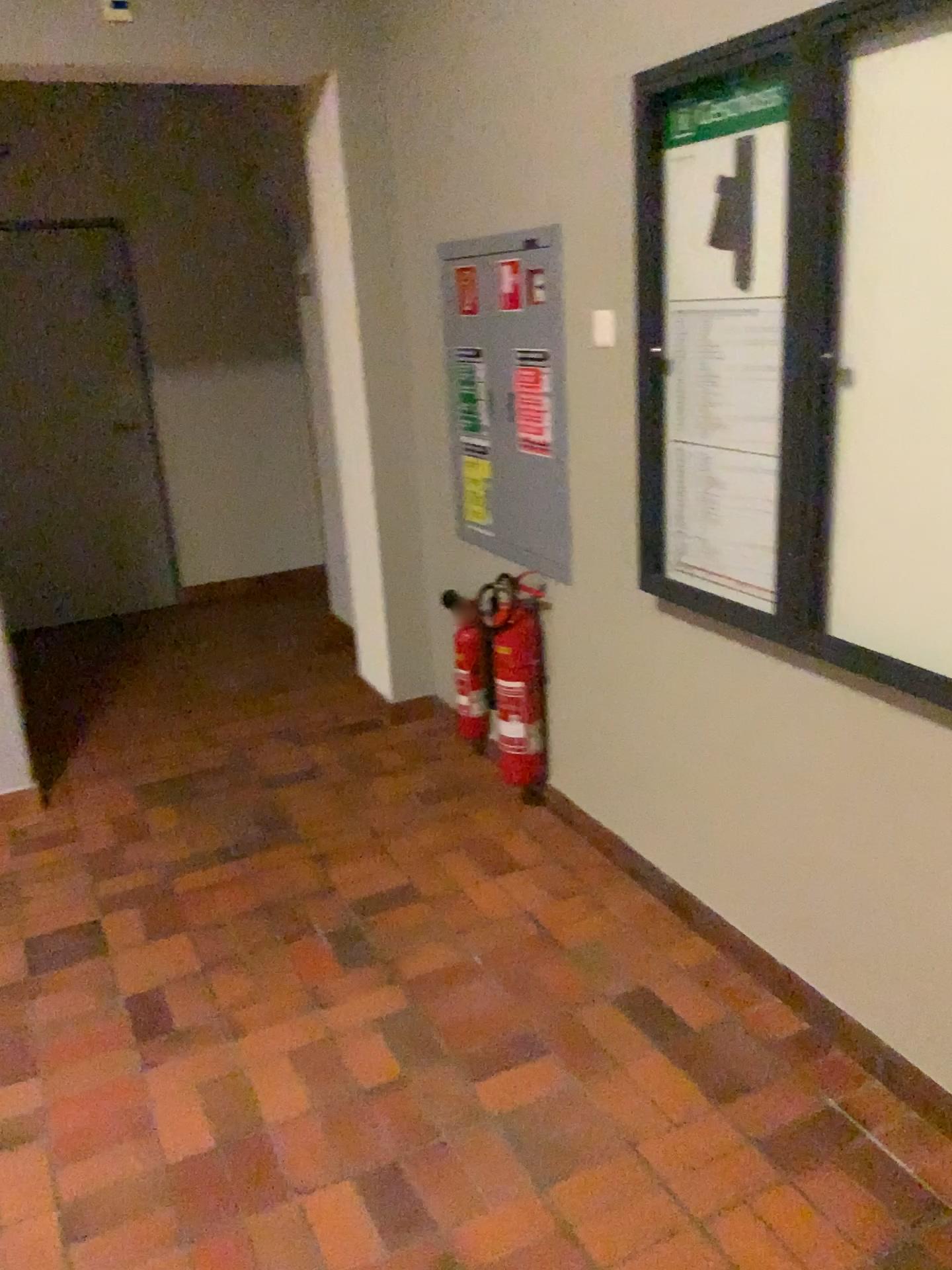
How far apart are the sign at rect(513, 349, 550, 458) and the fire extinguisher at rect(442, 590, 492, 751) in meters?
0.6 m

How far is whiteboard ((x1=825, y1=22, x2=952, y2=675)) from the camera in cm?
167

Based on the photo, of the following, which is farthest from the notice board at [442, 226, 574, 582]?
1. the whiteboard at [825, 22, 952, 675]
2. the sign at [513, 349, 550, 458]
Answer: the whiteboard at [825, 22, 952, 675]

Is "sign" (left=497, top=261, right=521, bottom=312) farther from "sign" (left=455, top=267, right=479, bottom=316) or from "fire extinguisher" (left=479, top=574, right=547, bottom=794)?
"fire extinguisher" (left=479, top=574, right=547, bottom=794)

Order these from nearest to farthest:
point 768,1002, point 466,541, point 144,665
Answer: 1. point 768,1002
2. point 466,541
3. point 144,665

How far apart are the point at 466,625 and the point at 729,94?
1.88m

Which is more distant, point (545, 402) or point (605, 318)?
point (545, 402)

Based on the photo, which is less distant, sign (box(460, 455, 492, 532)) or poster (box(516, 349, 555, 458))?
poster (box(516, 349, 555, 458))

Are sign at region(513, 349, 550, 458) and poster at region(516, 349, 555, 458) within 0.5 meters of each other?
yes

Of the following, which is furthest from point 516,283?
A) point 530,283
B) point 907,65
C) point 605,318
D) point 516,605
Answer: point 907,65
